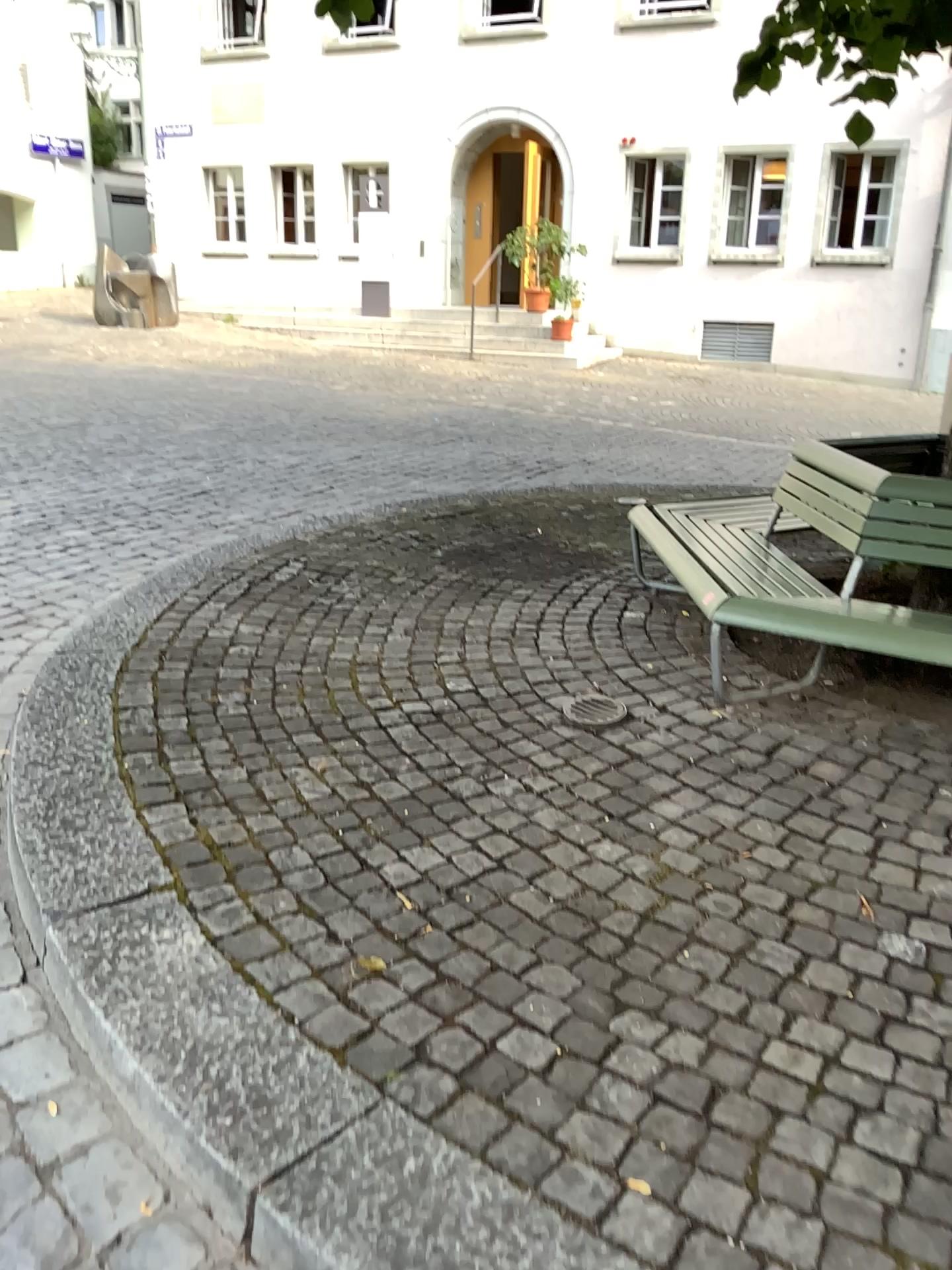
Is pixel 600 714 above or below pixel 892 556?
below

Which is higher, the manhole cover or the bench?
the bench

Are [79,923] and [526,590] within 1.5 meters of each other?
no
